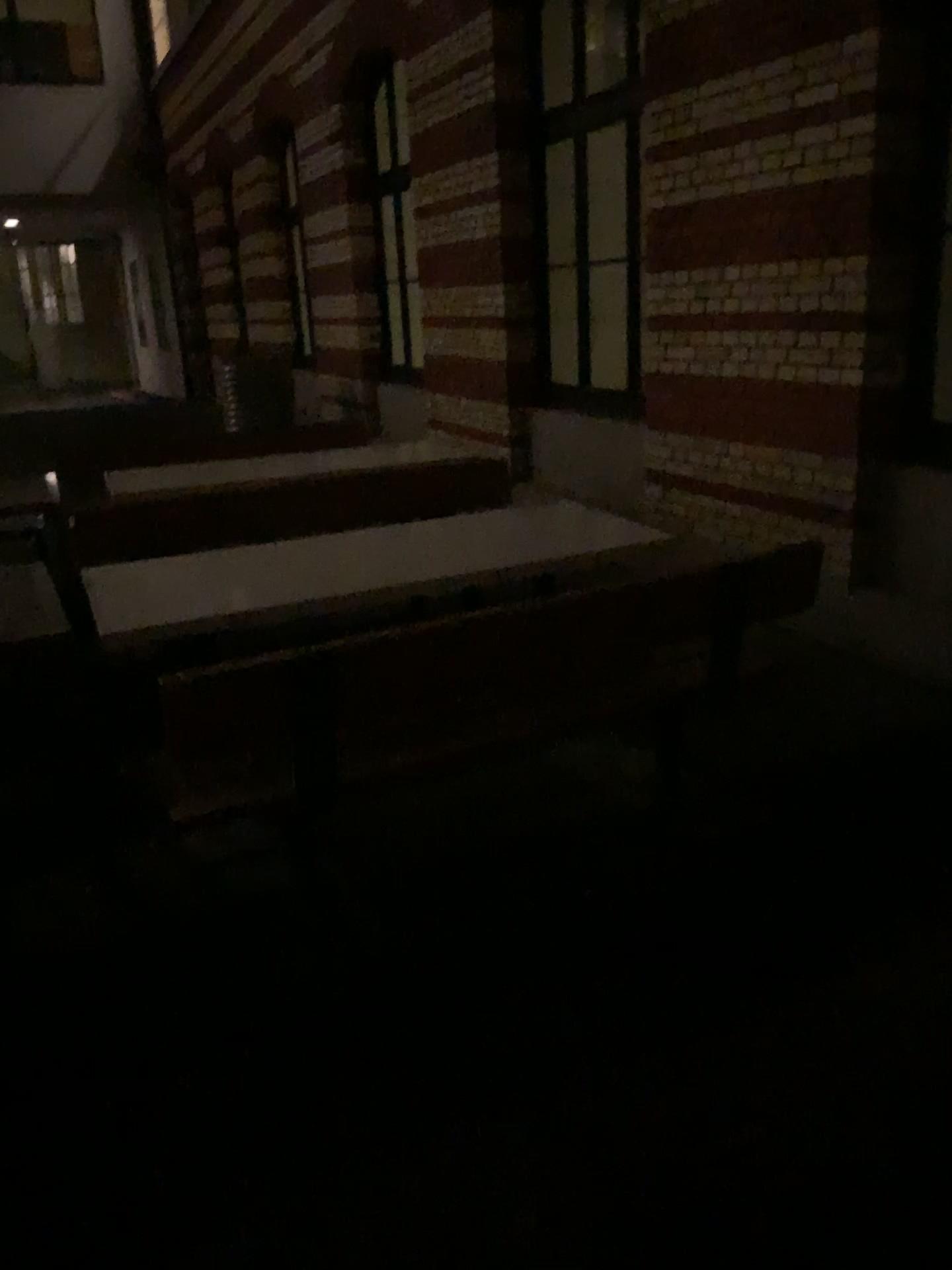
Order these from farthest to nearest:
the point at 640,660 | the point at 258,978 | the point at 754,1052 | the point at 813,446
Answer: the point at 813,446 → the point at 640,660 → the point at 258,978 → the point at 754,1052
